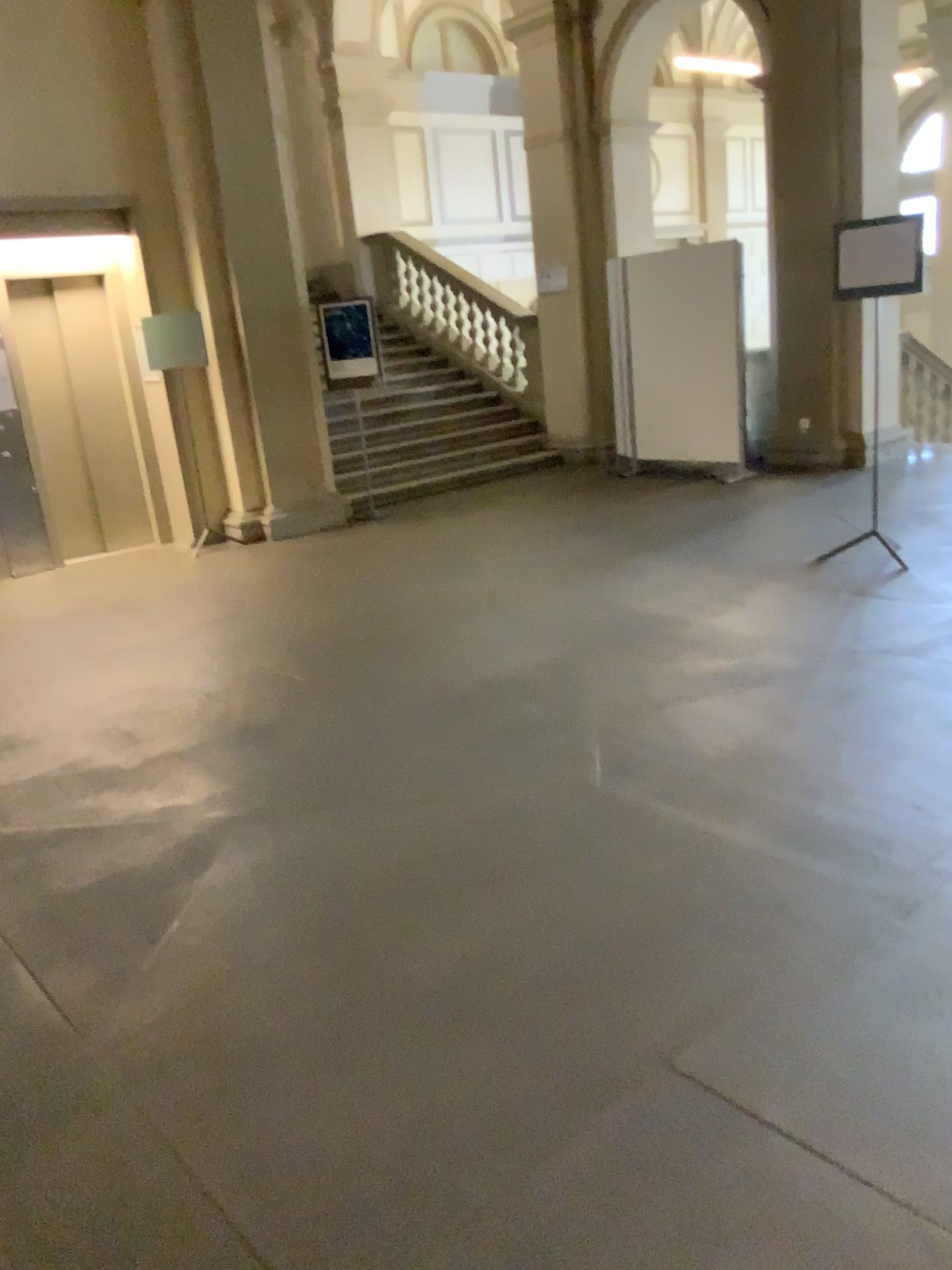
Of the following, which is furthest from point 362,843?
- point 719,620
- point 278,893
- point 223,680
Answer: point 719,620
